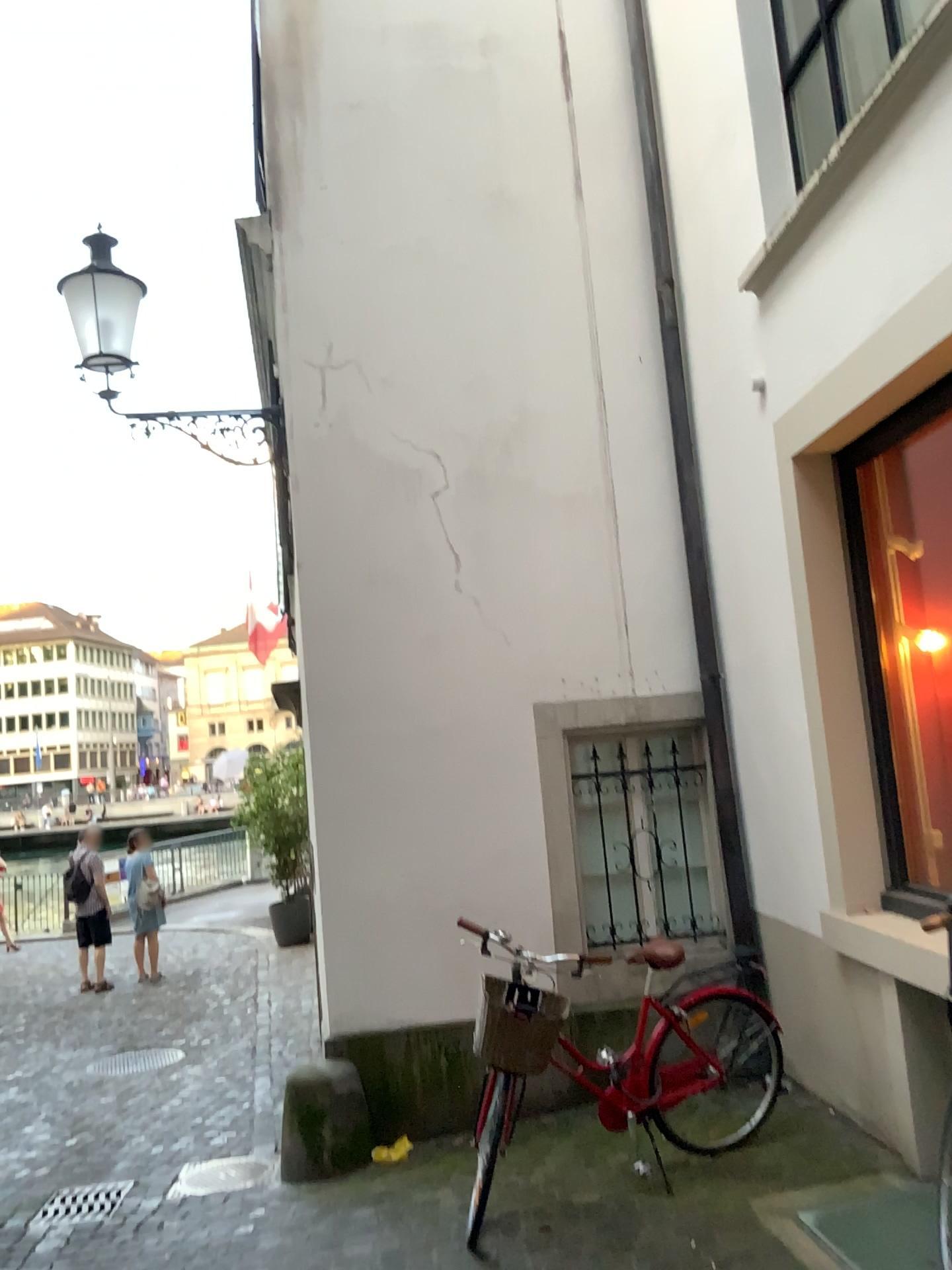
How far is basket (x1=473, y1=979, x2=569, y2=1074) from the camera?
3.9 meters

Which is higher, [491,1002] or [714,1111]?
[491,1002]

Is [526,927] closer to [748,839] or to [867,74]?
[748,839]

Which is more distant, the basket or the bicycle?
the bicycle

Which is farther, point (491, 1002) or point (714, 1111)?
point (714, 1111)

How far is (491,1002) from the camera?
3.9 meters
